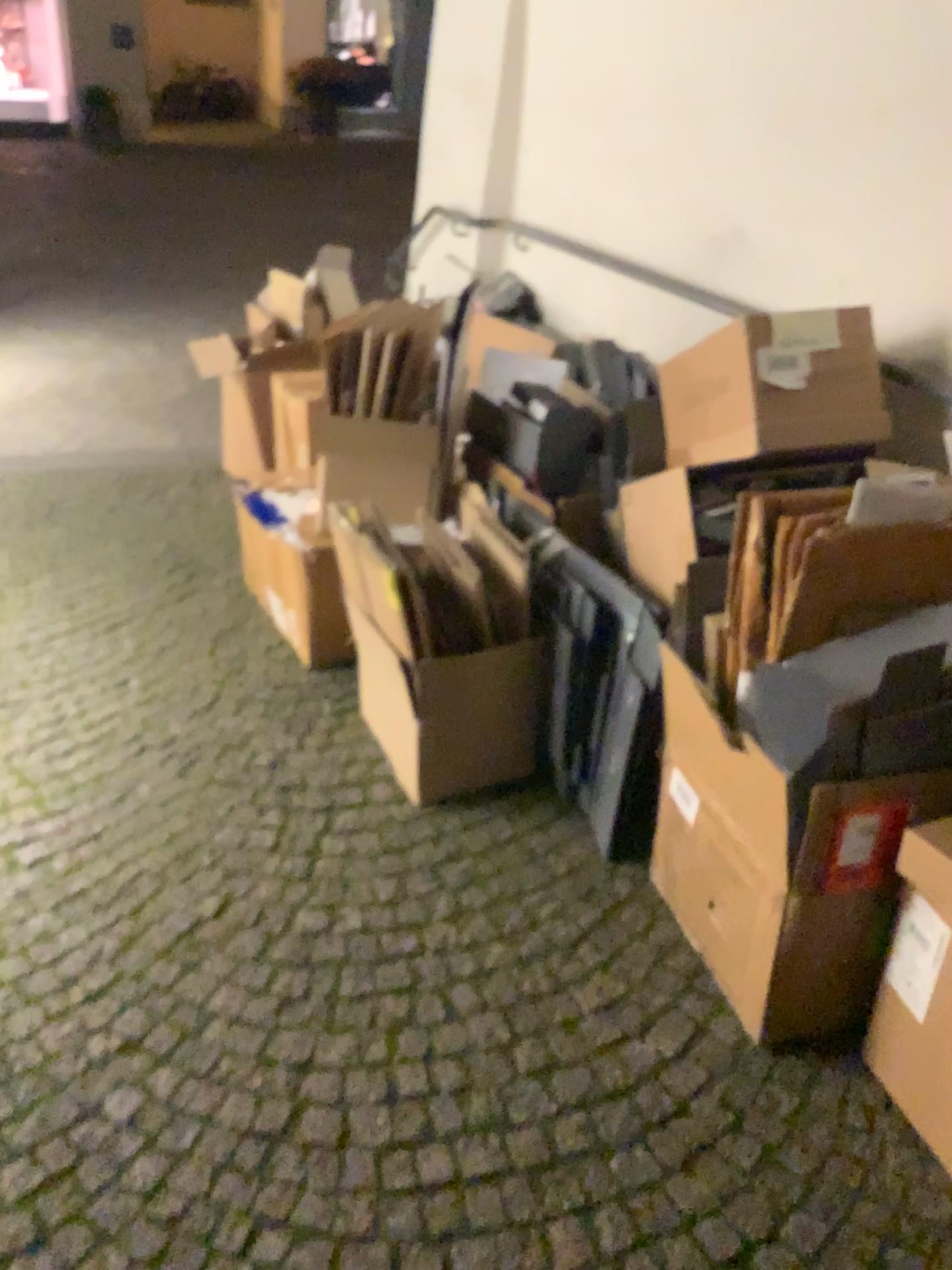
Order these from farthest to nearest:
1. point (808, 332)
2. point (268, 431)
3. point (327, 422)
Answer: point (268, 431), point (327, 422), point (808, 332)

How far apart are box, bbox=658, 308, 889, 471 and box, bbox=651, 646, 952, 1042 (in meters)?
0.42

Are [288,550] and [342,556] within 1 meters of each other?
yes

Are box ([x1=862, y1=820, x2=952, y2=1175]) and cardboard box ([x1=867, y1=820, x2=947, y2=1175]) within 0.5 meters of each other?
yes

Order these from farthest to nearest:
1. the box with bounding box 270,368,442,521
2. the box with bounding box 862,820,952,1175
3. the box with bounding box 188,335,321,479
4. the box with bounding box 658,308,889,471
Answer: the box with bounding box 188,335,321,479
the box with bounding box 270,368,442,521
the box with bounding box 658,308,889,471
the box with bounding box 862,820,952,1175

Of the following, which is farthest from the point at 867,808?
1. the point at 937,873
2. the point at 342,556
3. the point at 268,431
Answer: the point at 268,431

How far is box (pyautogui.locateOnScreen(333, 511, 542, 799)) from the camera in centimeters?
205cm

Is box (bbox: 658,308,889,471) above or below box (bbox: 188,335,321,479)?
above

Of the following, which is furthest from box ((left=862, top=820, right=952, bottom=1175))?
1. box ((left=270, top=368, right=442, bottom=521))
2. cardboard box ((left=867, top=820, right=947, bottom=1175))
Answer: box ((left=270, top=368, right=442, bottom=521))

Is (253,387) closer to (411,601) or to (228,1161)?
(411,601)
